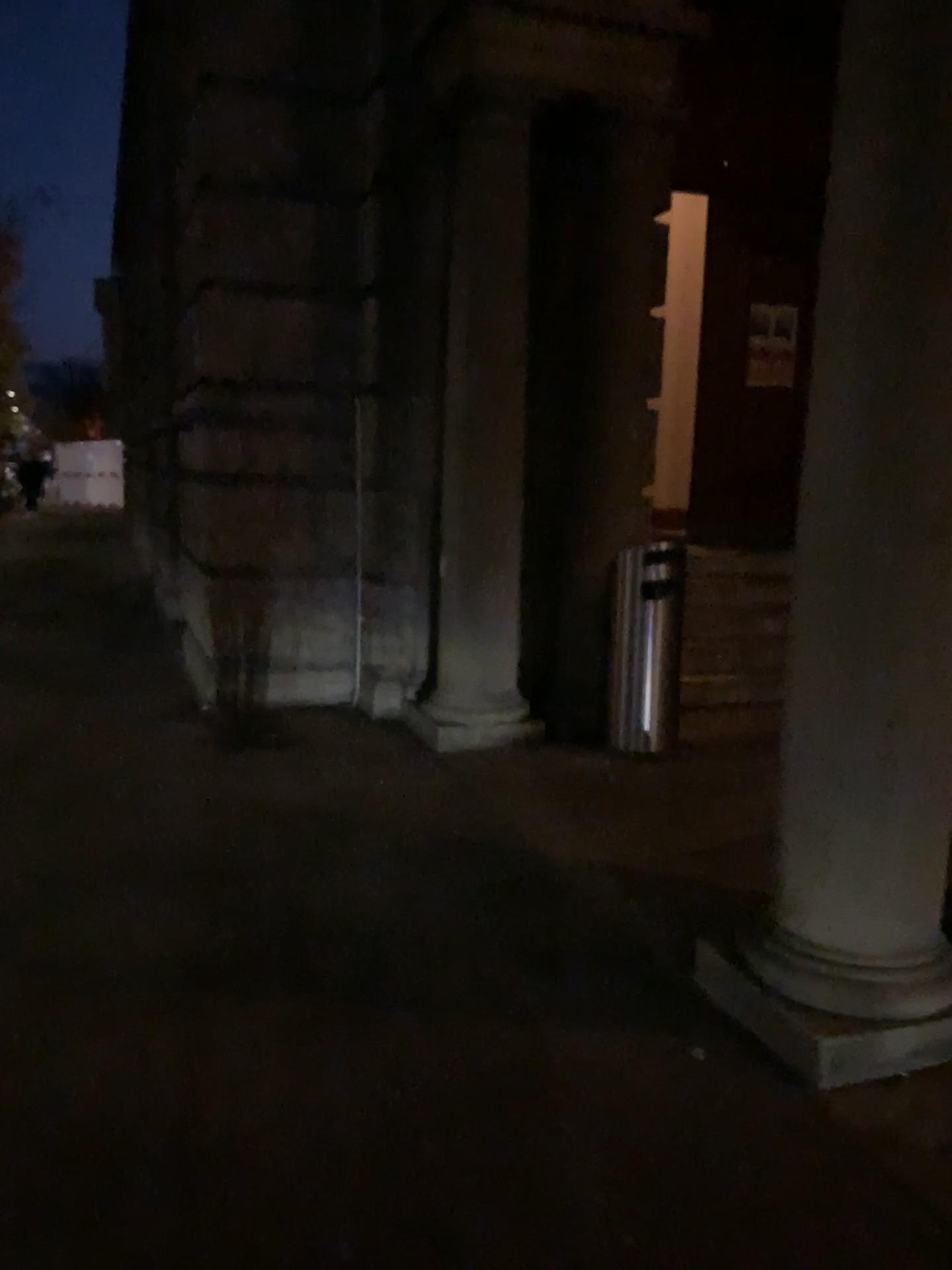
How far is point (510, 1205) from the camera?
2.1m

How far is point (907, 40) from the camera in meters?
2.3

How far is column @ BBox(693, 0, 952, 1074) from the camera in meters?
2.3 m
